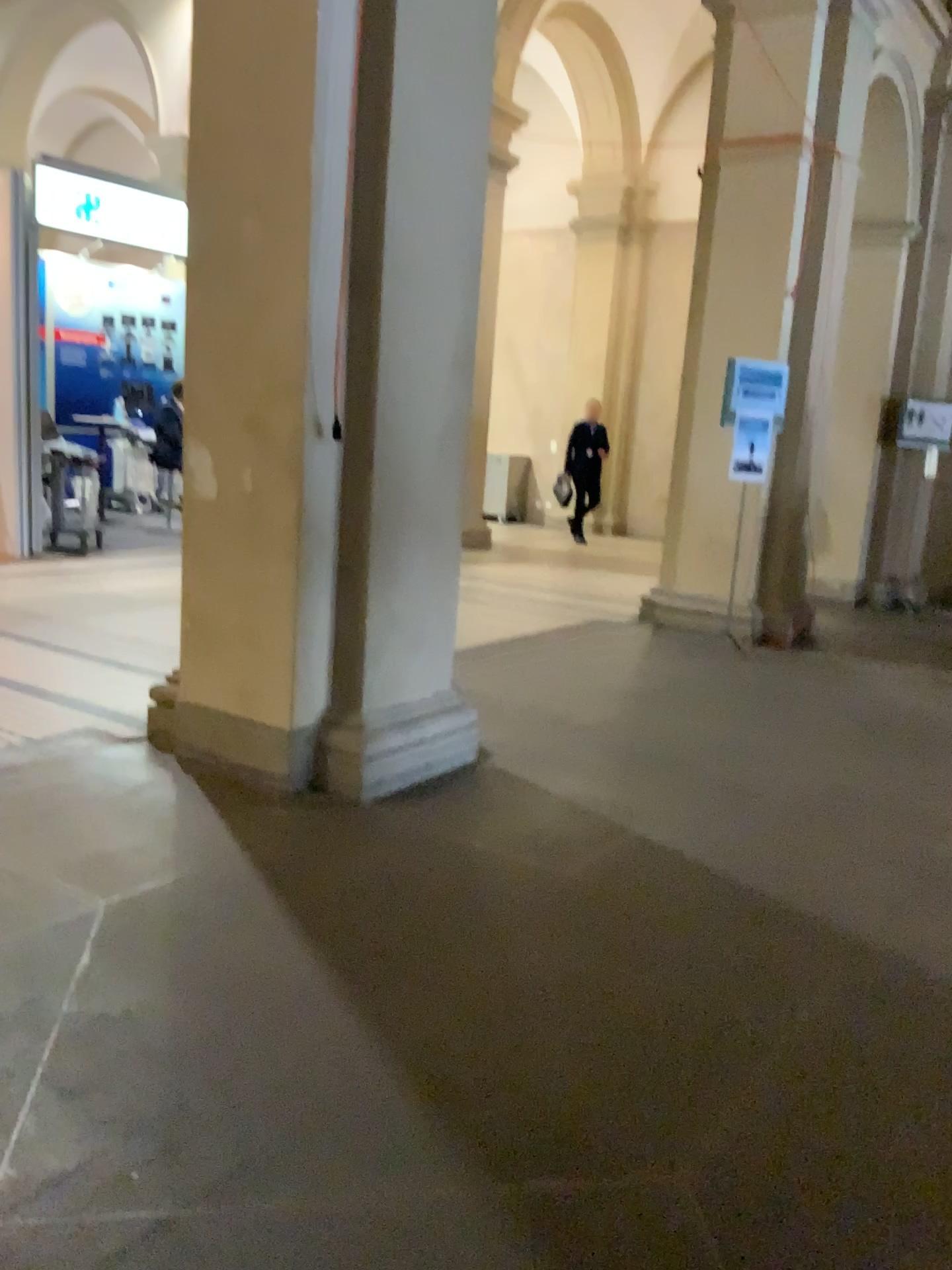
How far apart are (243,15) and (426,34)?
0.58m

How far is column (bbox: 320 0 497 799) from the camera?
3.4 meters

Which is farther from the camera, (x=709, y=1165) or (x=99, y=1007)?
(x=99, y=1007)

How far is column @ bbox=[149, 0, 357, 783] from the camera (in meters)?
3.34

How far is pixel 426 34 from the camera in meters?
3.4 m

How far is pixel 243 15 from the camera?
3.3m
